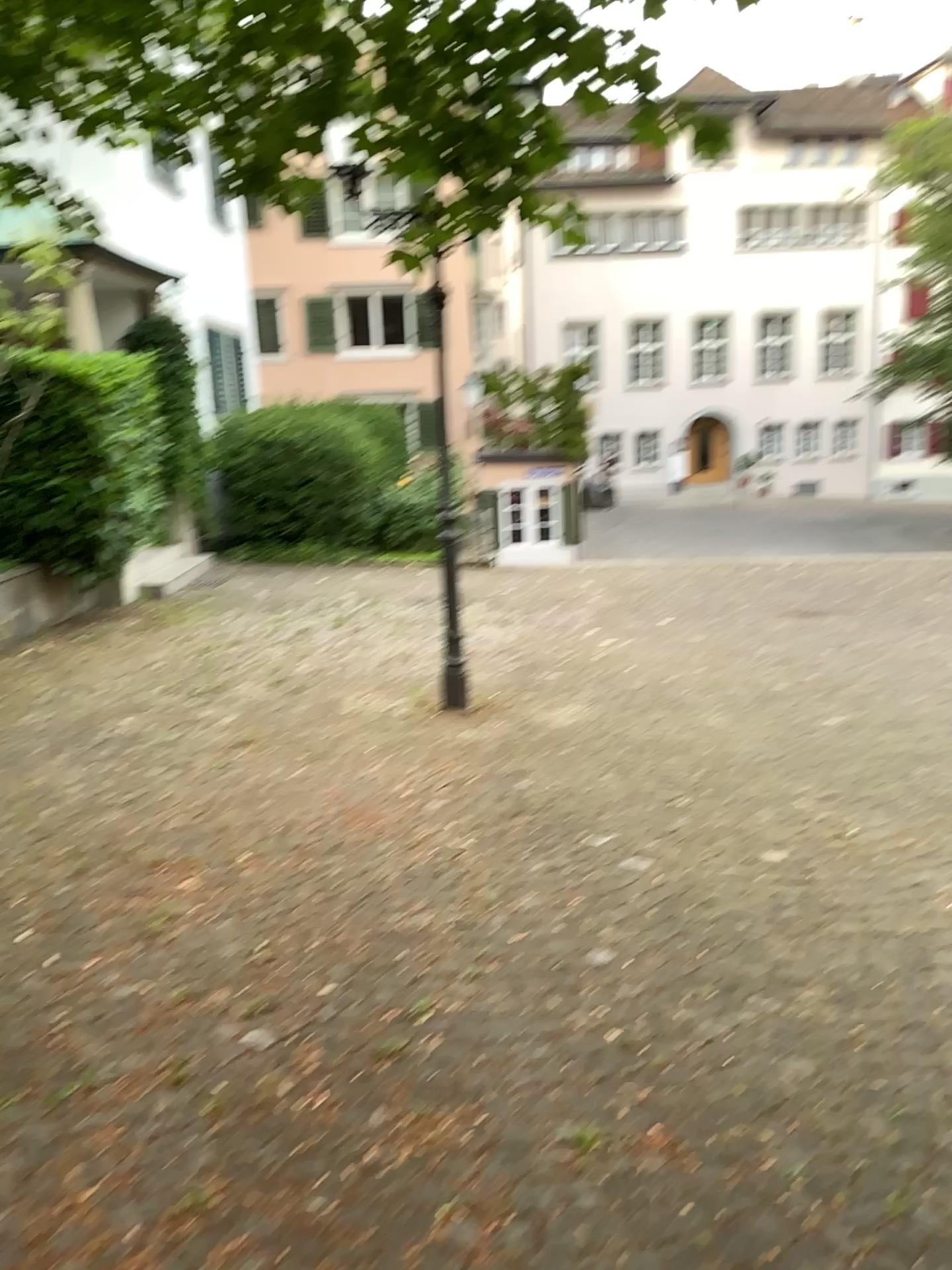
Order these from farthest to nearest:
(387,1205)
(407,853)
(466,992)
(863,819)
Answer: (863,819), (407,853), (466,992), (387,1205)
